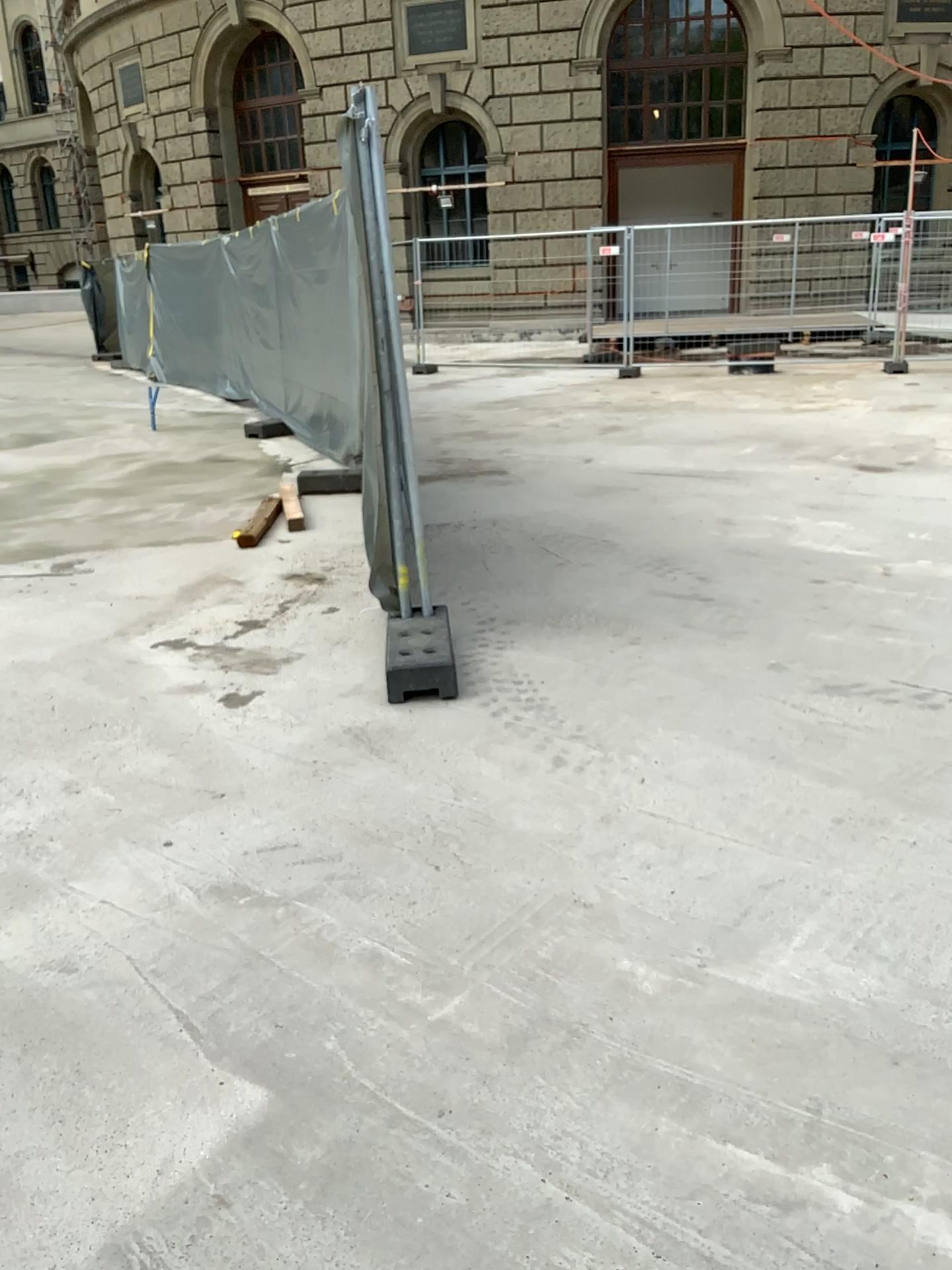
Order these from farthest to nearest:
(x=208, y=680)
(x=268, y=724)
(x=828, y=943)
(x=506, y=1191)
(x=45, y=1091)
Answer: (x=208, y=680) < (x=268, y=724) < (x=828, y=943) < (x=45, y=1091) < (x=506, y=1191)

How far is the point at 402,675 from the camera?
3.7 meters

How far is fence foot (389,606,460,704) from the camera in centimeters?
370cm
